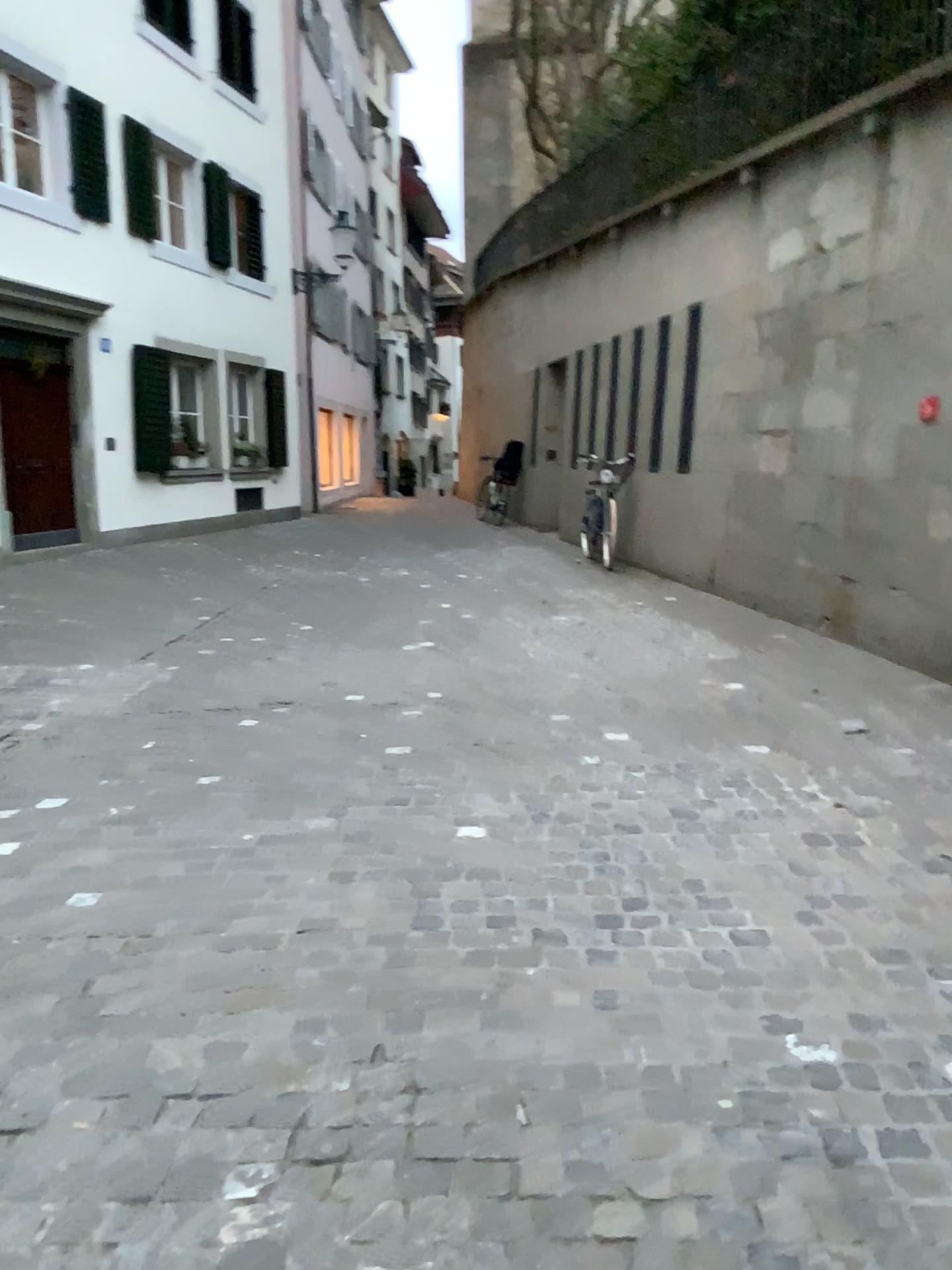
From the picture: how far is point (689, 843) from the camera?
3.3m
